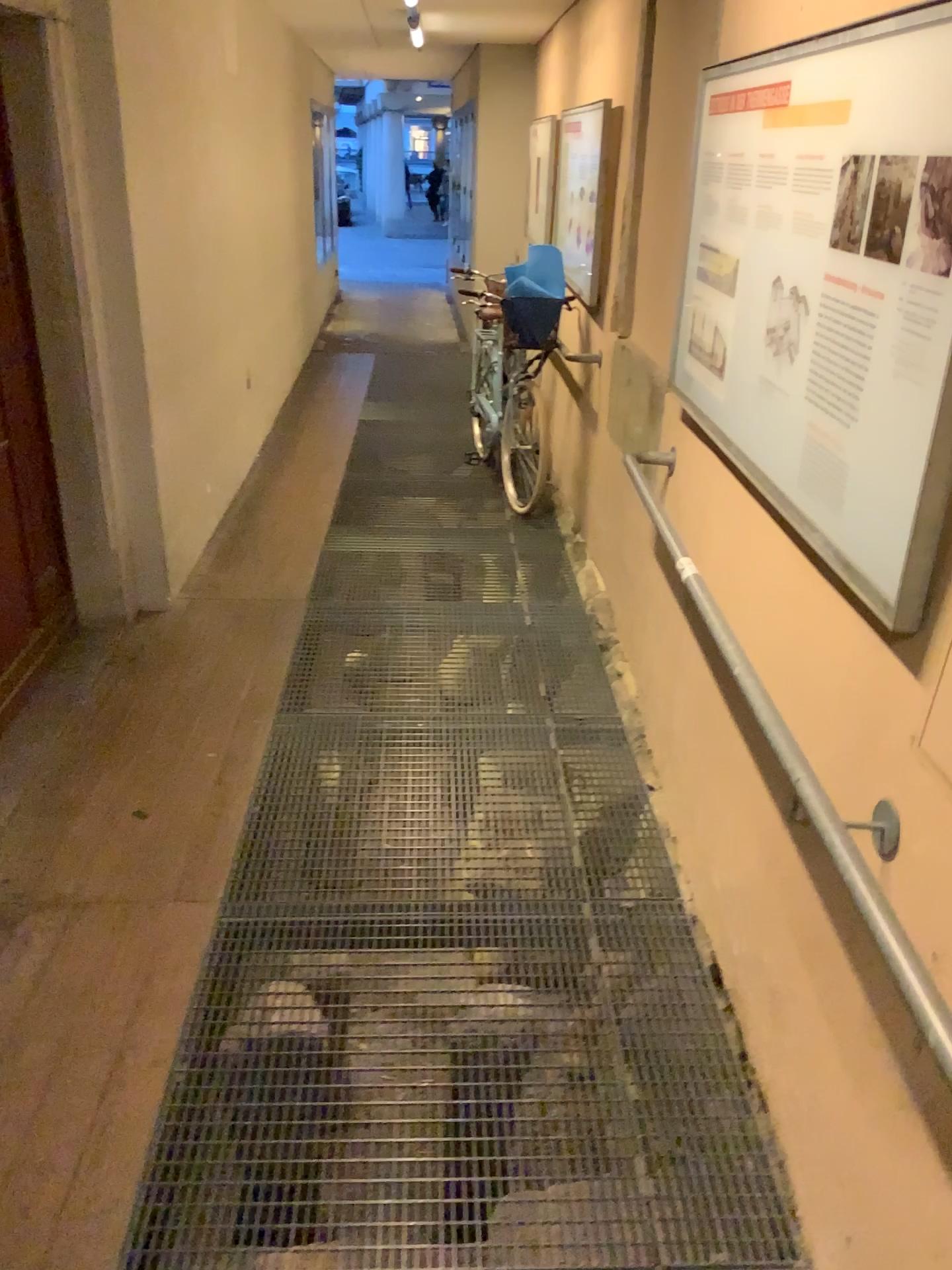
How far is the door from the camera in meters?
3.3 m

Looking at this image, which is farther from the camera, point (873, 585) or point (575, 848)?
point (575, 848)

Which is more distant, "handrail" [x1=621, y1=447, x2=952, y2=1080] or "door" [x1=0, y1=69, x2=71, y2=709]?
"door" [x1=0, y1=69, x2=71, y2=709]

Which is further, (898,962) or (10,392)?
(10,392)

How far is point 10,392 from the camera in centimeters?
334cm
